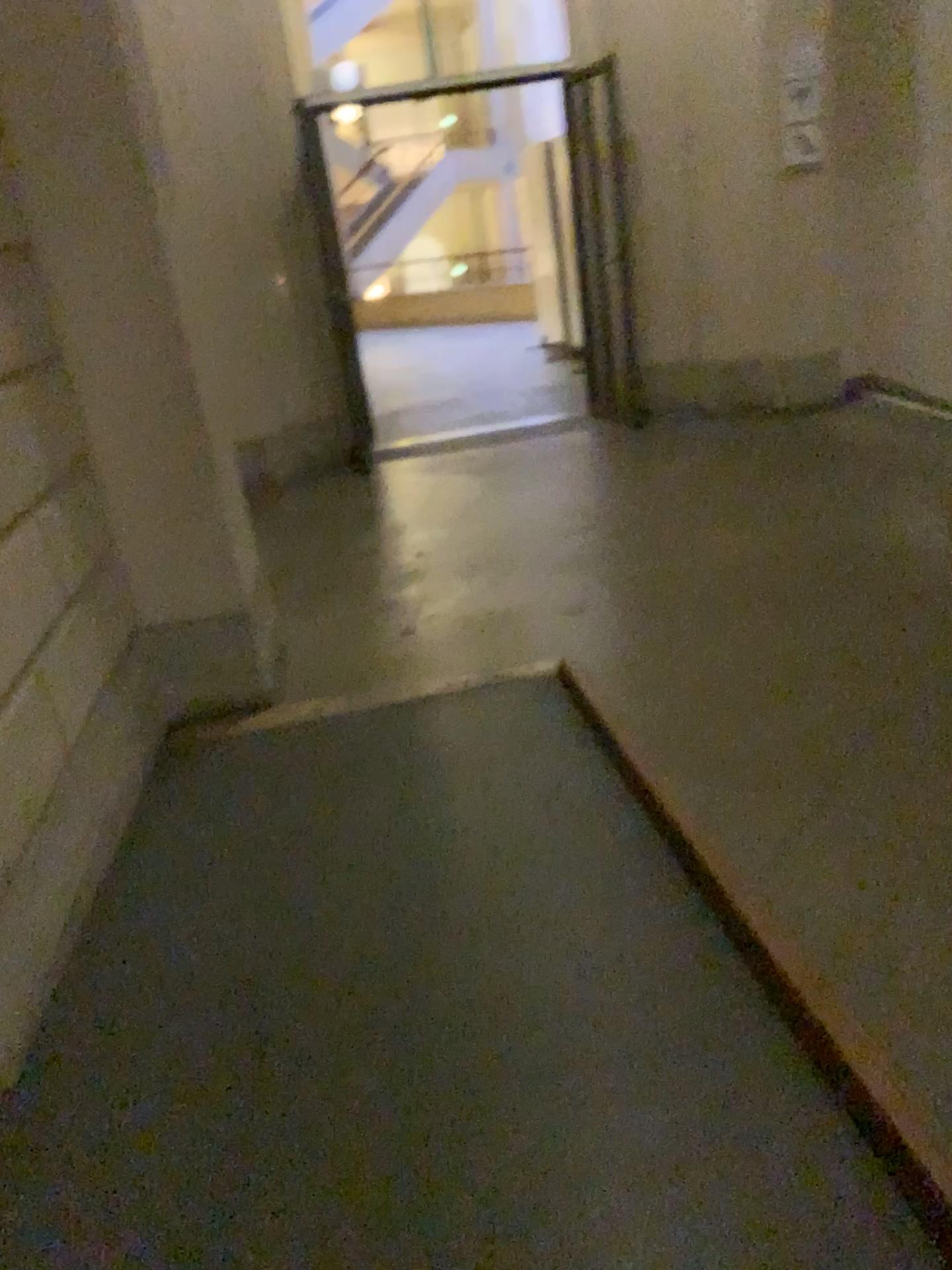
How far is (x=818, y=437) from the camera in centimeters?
580cm
